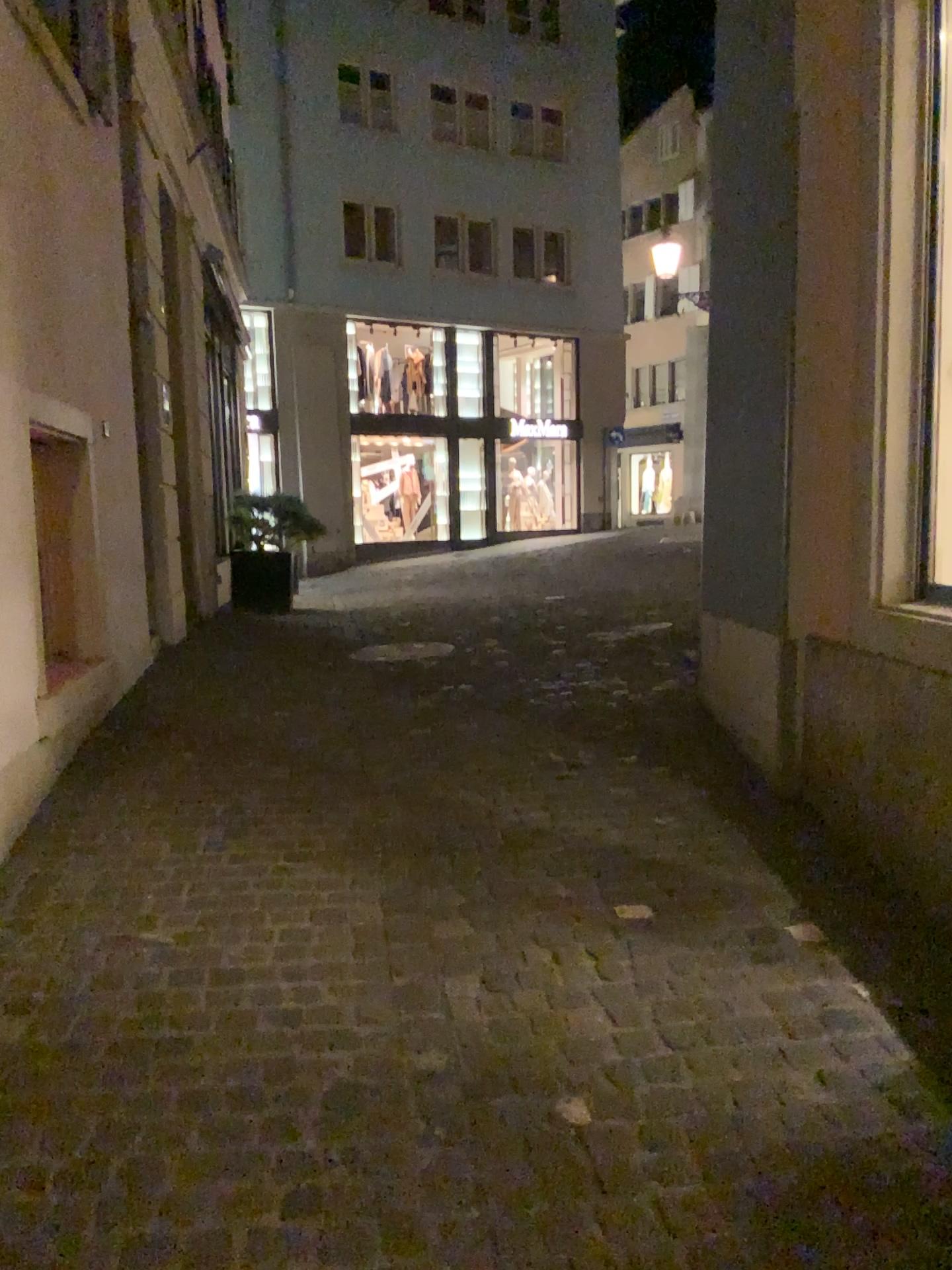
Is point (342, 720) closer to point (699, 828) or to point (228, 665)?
point (228, 665)
